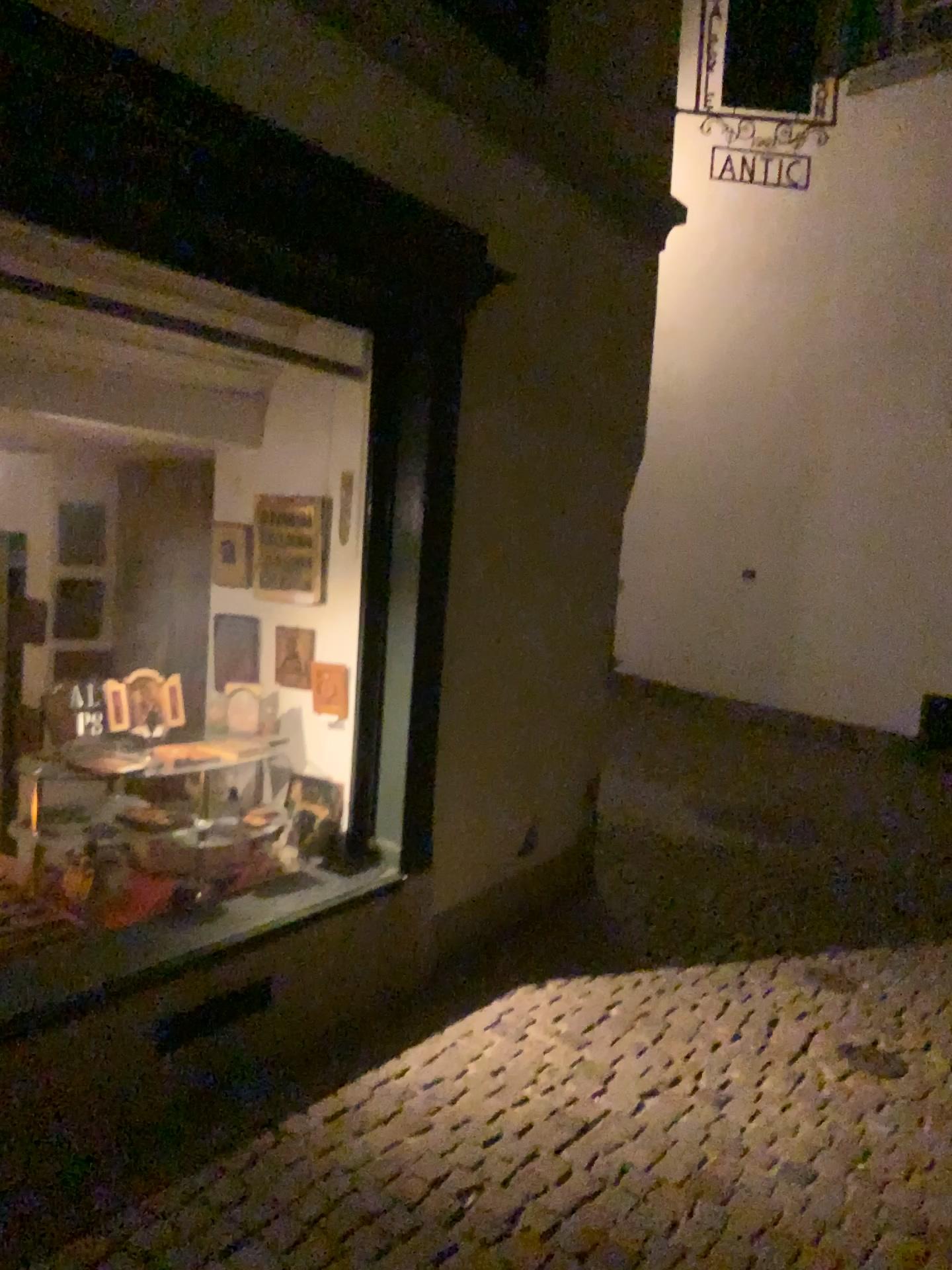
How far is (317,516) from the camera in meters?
3.6

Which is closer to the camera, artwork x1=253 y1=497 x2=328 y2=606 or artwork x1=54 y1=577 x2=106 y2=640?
artwork x1=253 y1=497 x2=328 y2=606

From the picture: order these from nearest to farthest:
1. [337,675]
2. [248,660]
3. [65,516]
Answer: [337,675]
[248,660]
[65,516]

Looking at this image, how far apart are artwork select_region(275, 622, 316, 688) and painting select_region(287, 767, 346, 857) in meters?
0.3

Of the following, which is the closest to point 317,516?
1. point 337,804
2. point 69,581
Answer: point 337,804

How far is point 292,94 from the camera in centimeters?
276cm

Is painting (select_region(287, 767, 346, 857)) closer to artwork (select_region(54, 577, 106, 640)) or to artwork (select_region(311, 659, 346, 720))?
artwork (select_region(311, 659, 346, 720))

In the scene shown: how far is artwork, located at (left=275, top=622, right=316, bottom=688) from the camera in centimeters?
359cm

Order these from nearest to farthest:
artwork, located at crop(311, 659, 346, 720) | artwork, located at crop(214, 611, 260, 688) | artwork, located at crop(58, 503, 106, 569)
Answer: artwork, located at crop(311, 659, 346, 720) < artwork, located at crop(214, 611, 260, 688) < artwork, located at crop(58, 503, 106, 569)

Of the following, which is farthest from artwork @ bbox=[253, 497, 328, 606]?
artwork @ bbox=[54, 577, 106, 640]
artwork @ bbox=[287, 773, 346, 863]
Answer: artwork @ bbox=[54, 577, 106, 640]
